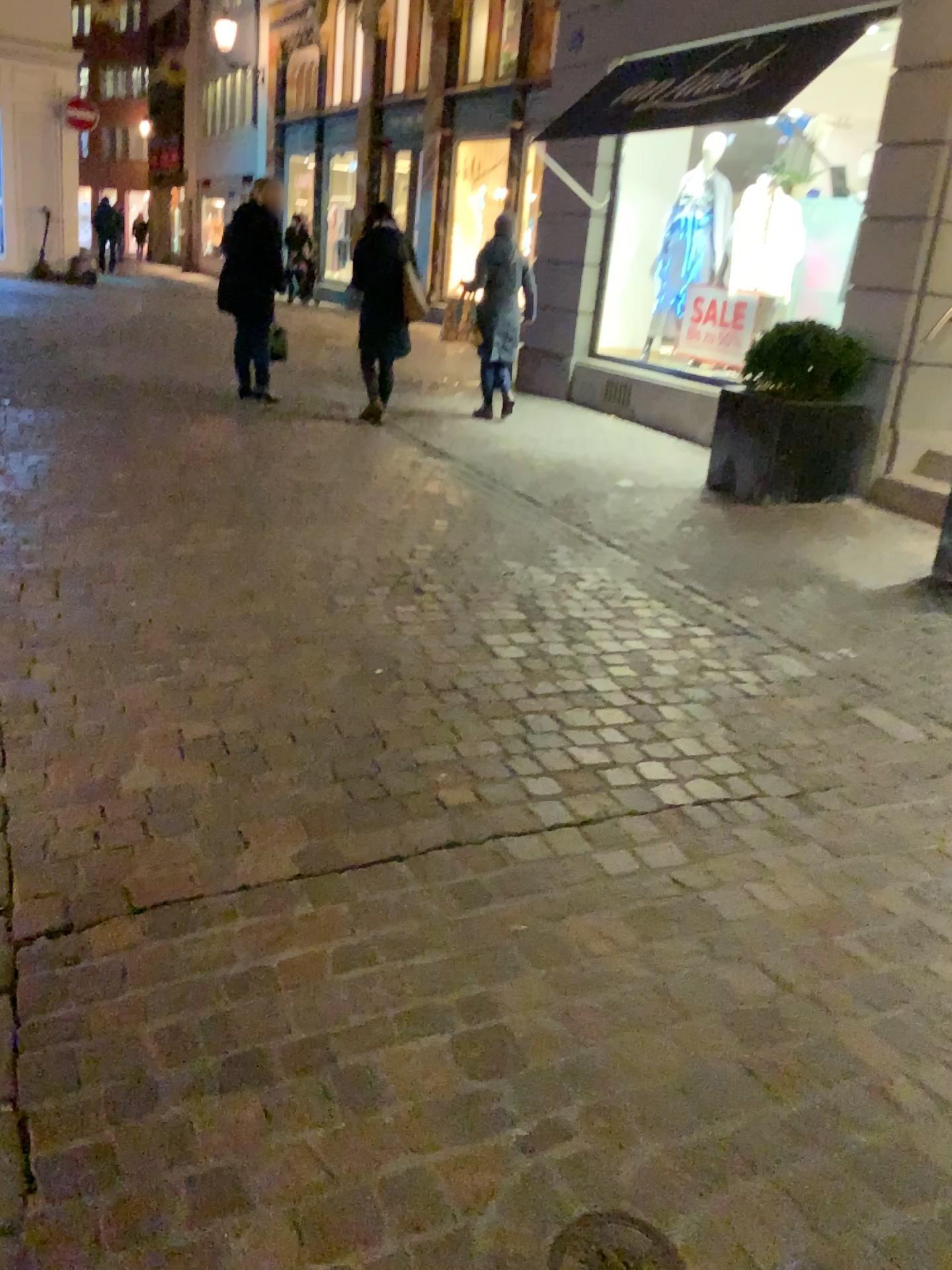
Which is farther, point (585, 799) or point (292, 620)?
point (292, 620)

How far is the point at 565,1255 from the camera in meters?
1.4 m

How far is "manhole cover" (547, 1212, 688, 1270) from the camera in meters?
1.4
